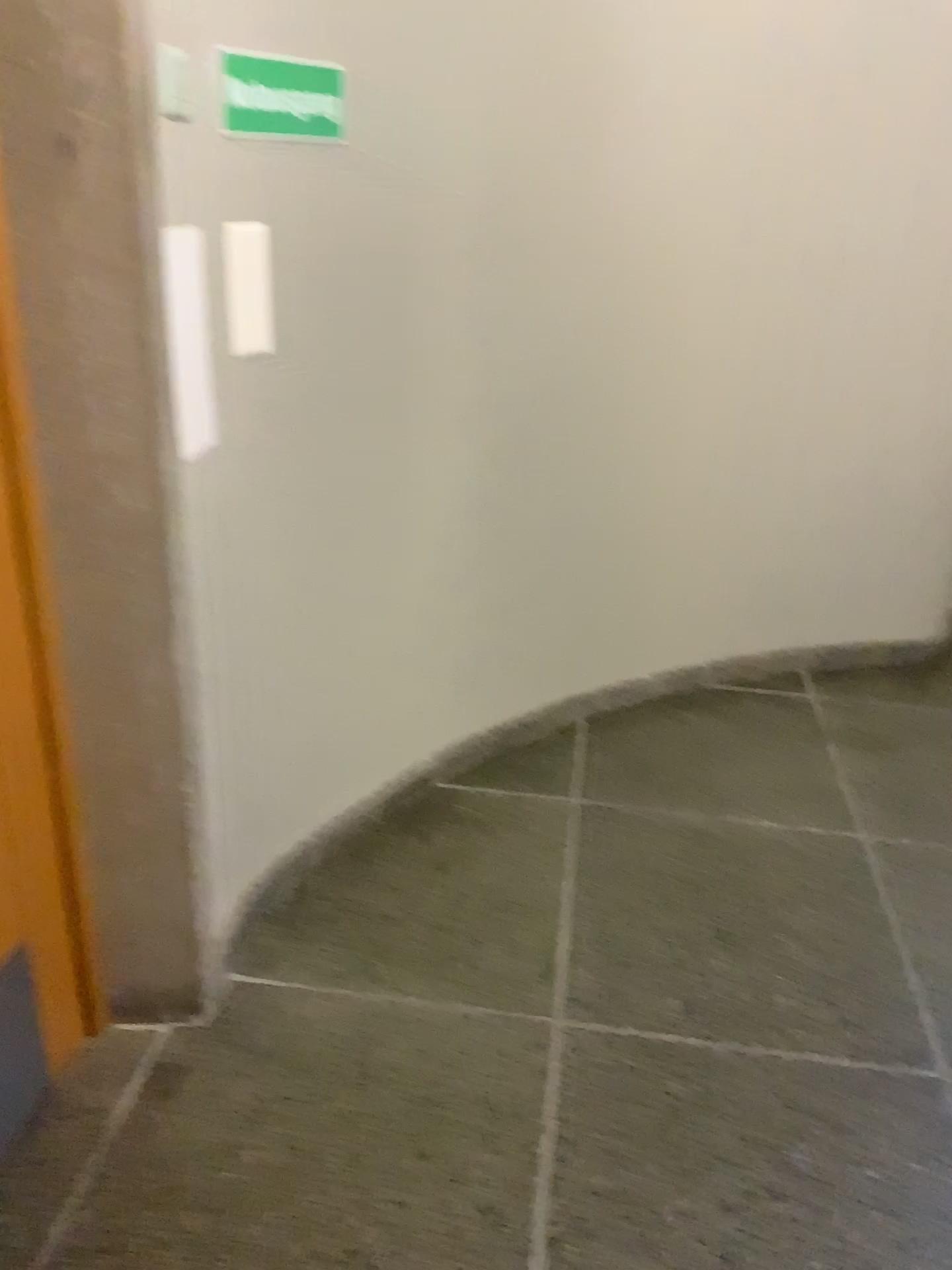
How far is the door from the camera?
1.45m

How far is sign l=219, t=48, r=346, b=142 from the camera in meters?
1.6 m

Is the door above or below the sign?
below

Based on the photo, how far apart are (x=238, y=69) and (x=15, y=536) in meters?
0.8 m

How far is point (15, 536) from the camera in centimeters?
145cm

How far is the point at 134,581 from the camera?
1.52m

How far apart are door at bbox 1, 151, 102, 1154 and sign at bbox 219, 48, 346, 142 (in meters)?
0.49

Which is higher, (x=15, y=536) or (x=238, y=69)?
(x=238, y=69)
